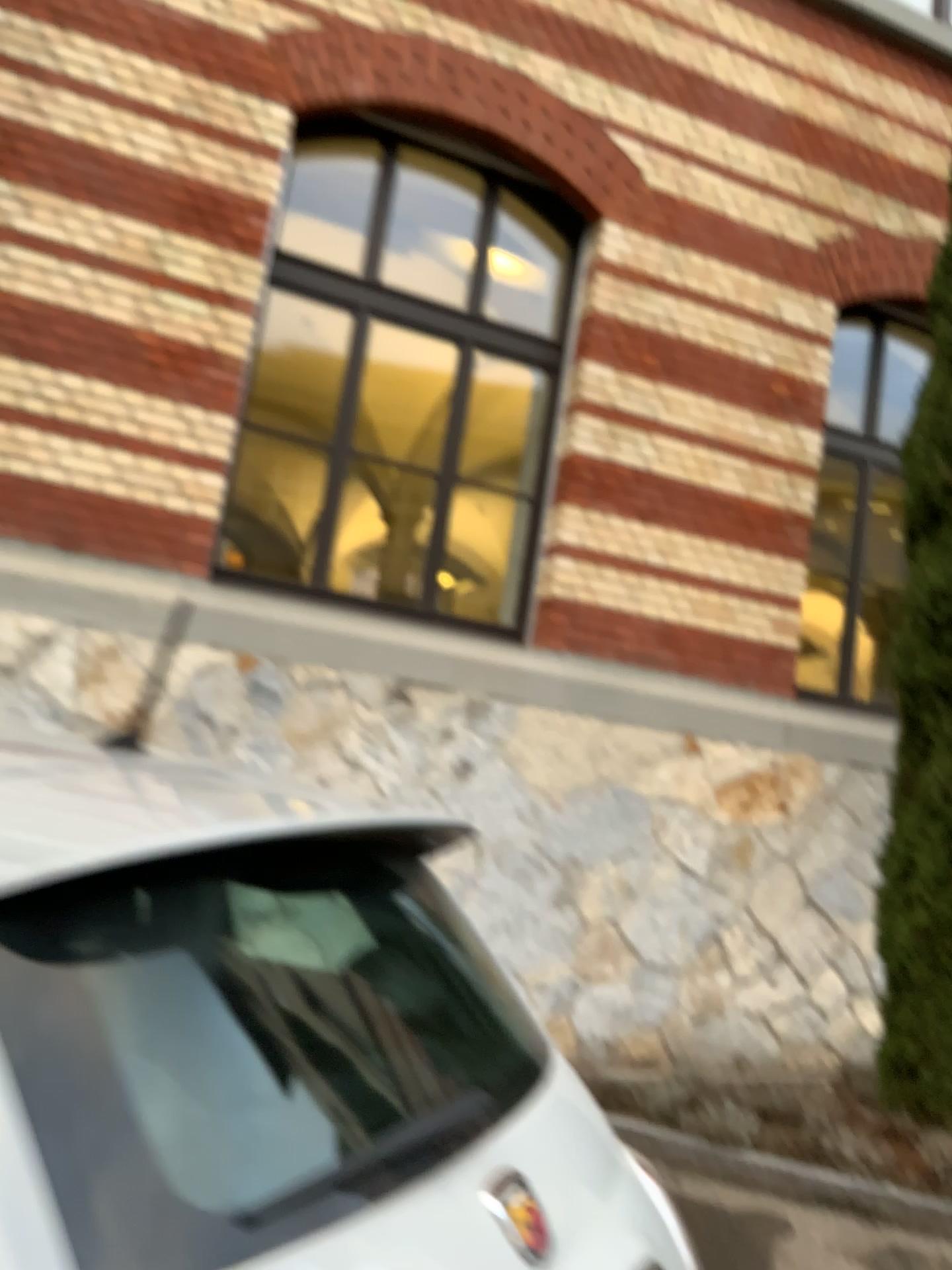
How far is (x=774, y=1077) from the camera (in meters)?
4.45
